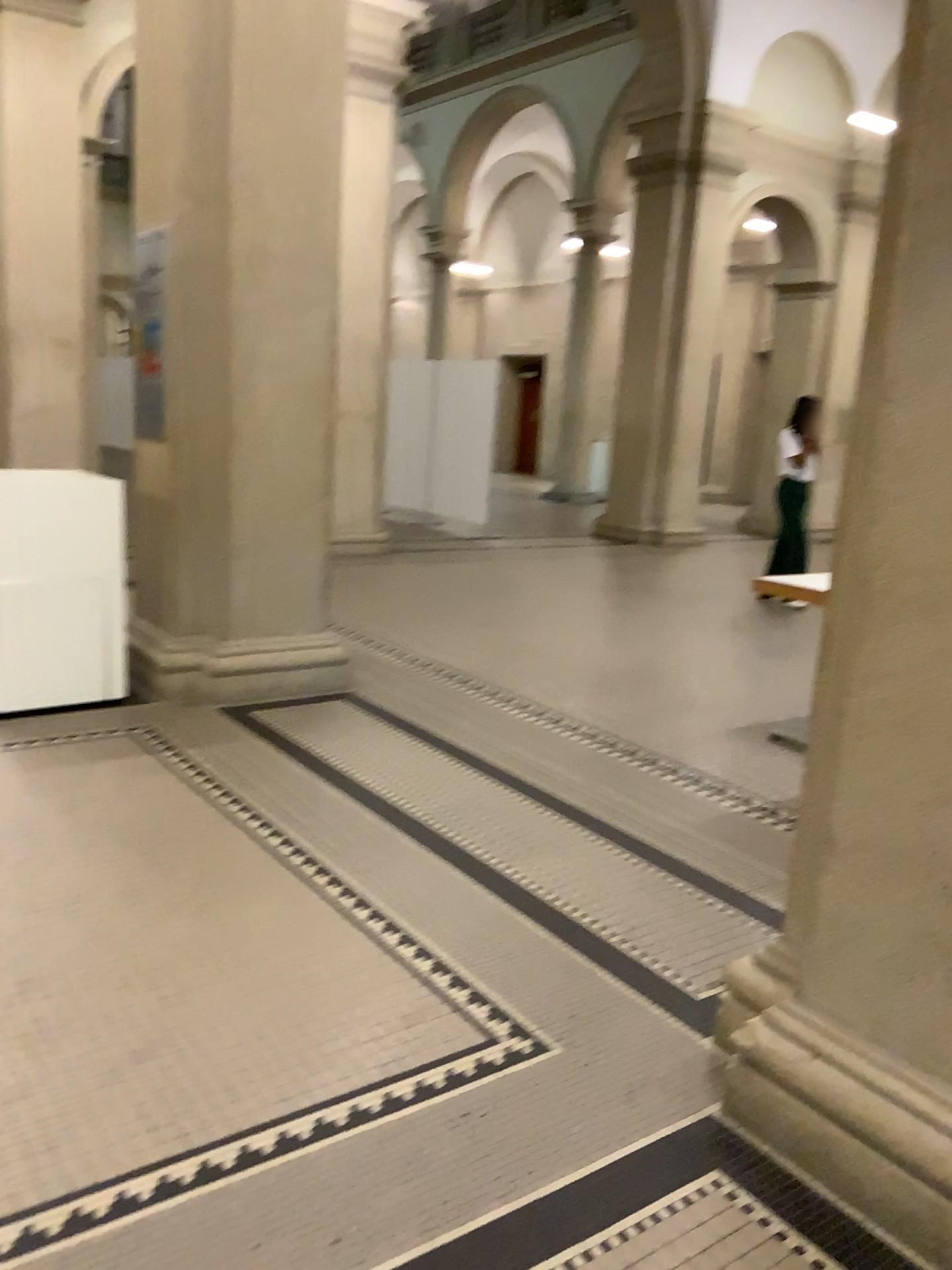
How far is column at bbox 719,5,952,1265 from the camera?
1.8 meters

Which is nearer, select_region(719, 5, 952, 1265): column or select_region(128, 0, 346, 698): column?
select_region(719, 5, 952, 1265): column

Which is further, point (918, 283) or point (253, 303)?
point (253, 303)

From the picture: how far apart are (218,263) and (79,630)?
1.72m

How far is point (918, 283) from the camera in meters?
1.8 m
